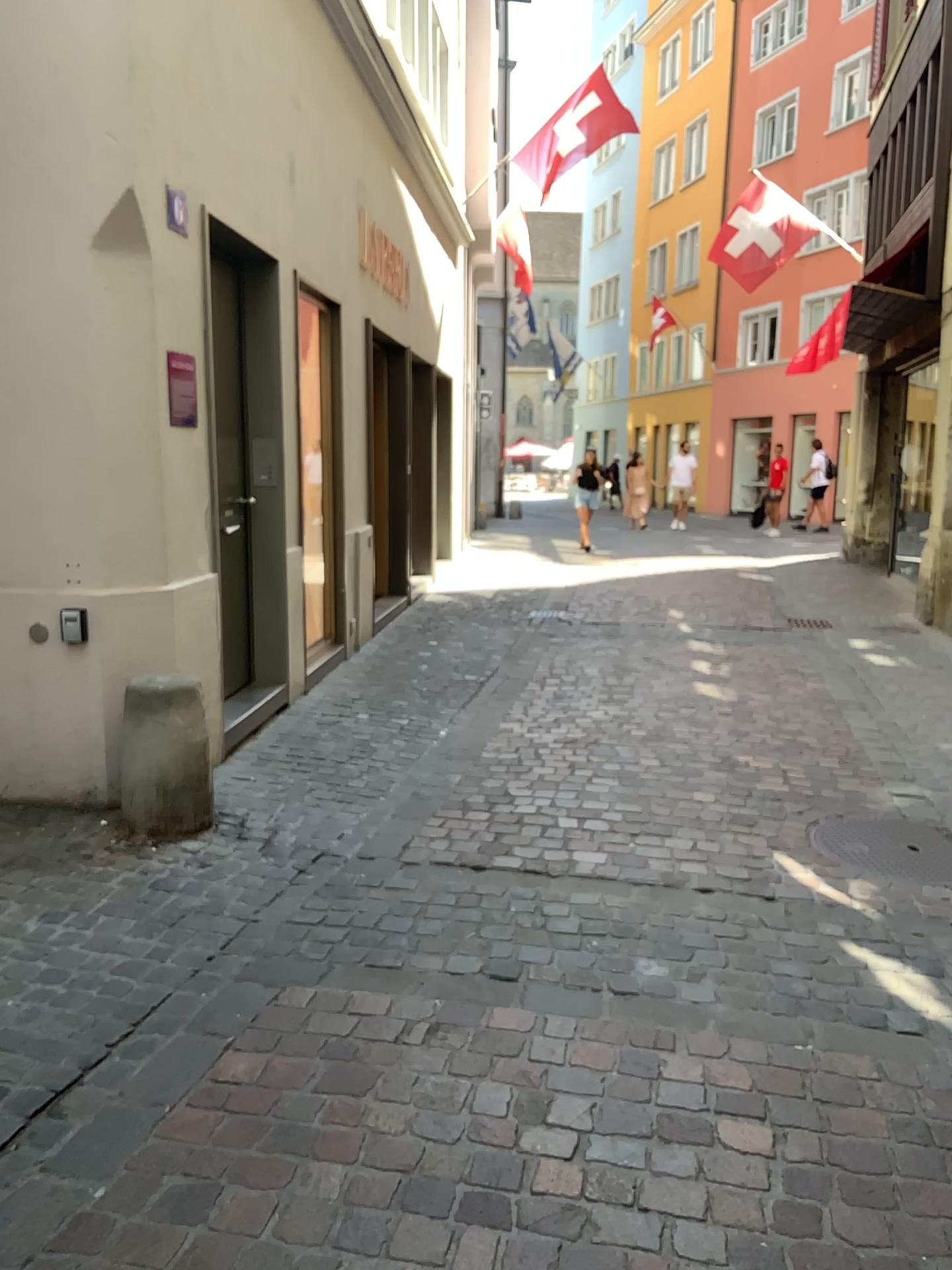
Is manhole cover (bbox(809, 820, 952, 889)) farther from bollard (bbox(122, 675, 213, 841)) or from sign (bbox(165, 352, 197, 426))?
sign (bbox(165, 352, 197, 426))

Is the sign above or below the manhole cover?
above

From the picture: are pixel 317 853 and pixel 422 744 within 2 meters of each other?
yes

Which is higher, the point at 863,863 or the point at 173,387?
the point at 173,387

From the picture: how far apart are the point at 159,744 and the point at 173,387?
1.4 meters

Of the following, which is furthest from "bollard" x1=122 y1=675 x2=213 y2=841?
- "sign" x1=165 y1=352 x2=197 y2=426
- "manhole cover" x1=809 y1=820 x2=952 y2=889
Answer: "manhole cover" x1=809 y1=820 x2=952 y2=889

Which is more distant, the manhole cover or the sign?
the sign

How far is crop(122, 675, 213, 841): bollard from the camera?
3.8 meters

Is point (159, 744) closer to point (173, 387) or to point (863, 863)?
point (173, 387)

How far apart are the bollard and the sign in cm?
111
